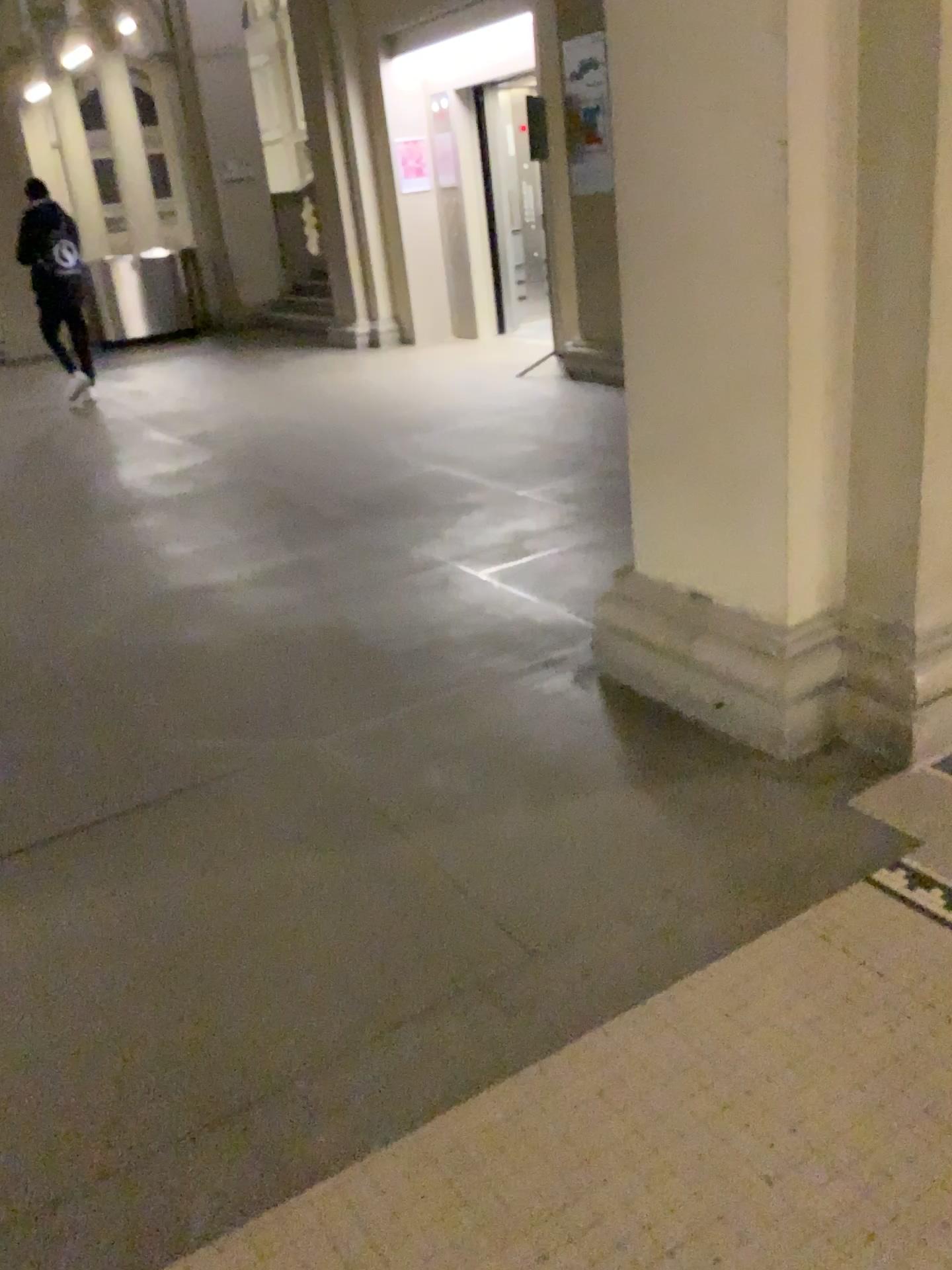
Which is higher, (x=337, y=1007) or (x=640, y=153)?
(x=640, y=153)
